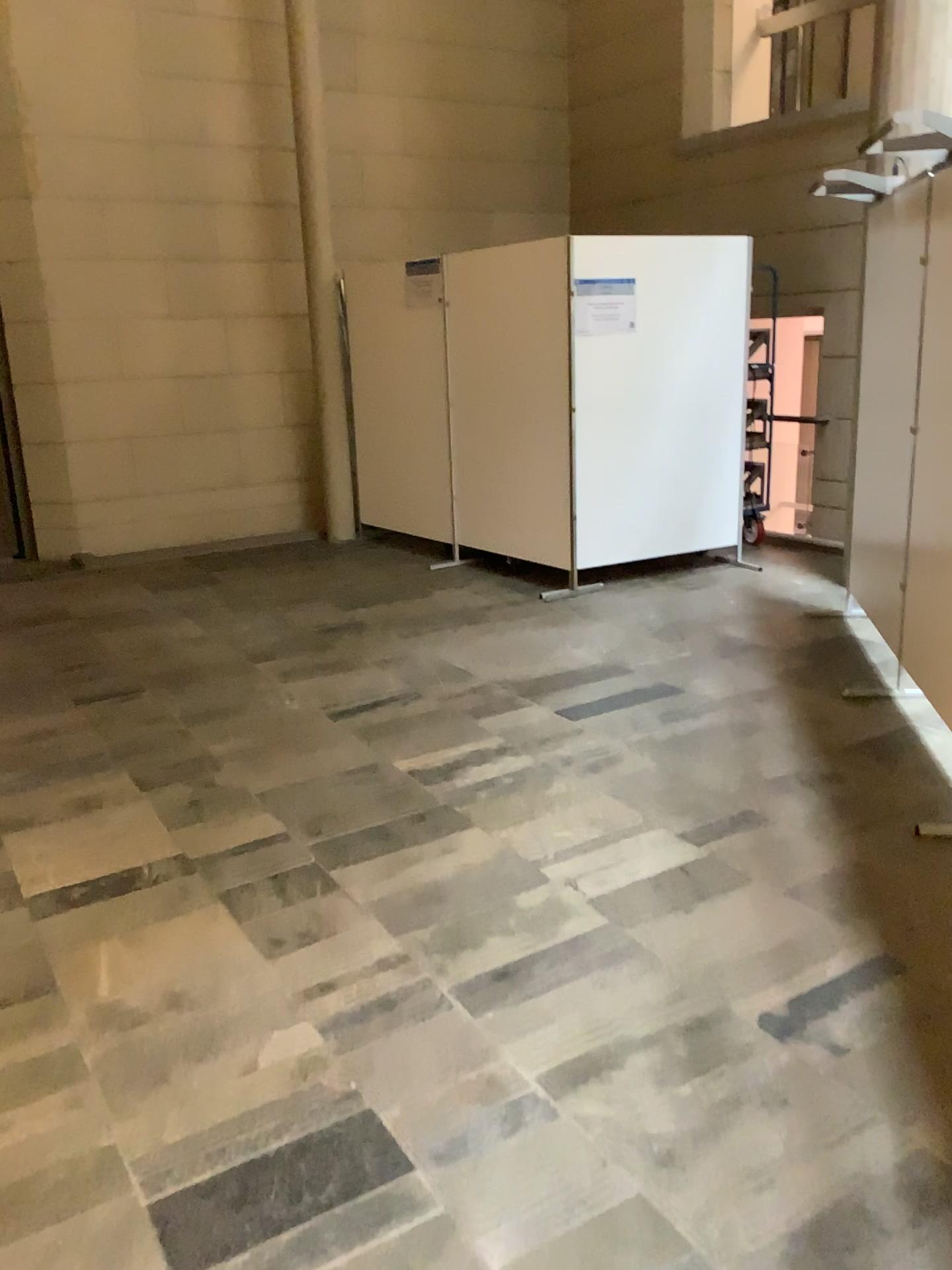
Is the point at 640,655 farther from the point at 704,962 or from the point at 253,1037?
the point at 253,1037

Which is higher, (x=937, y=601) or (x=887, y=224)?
(x=887, y=224)

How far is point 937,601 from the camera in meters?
3.9 m

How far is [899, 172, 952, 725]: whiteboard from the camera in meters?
3.9 m
